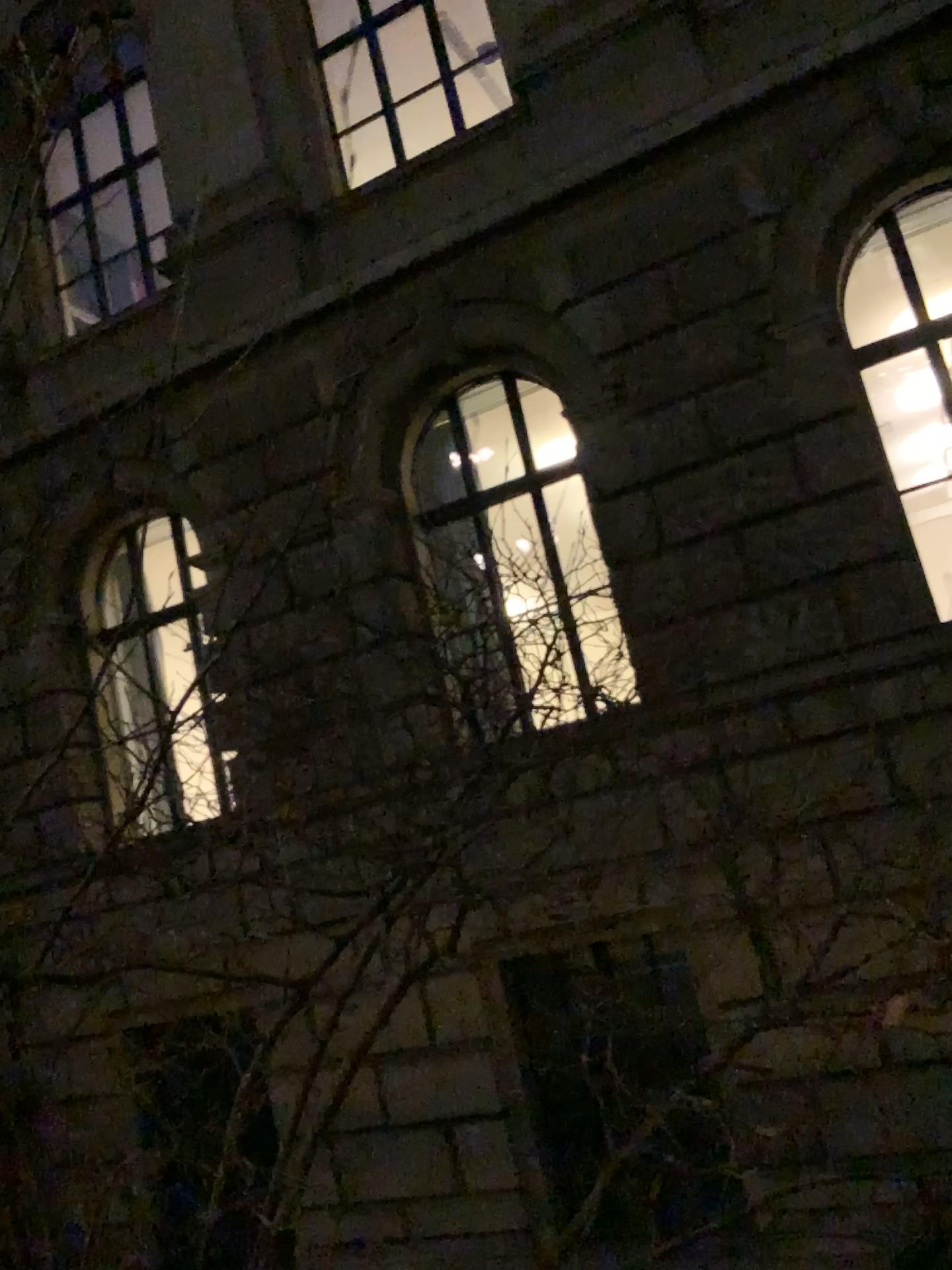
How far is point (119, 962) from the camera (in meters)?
1.36
